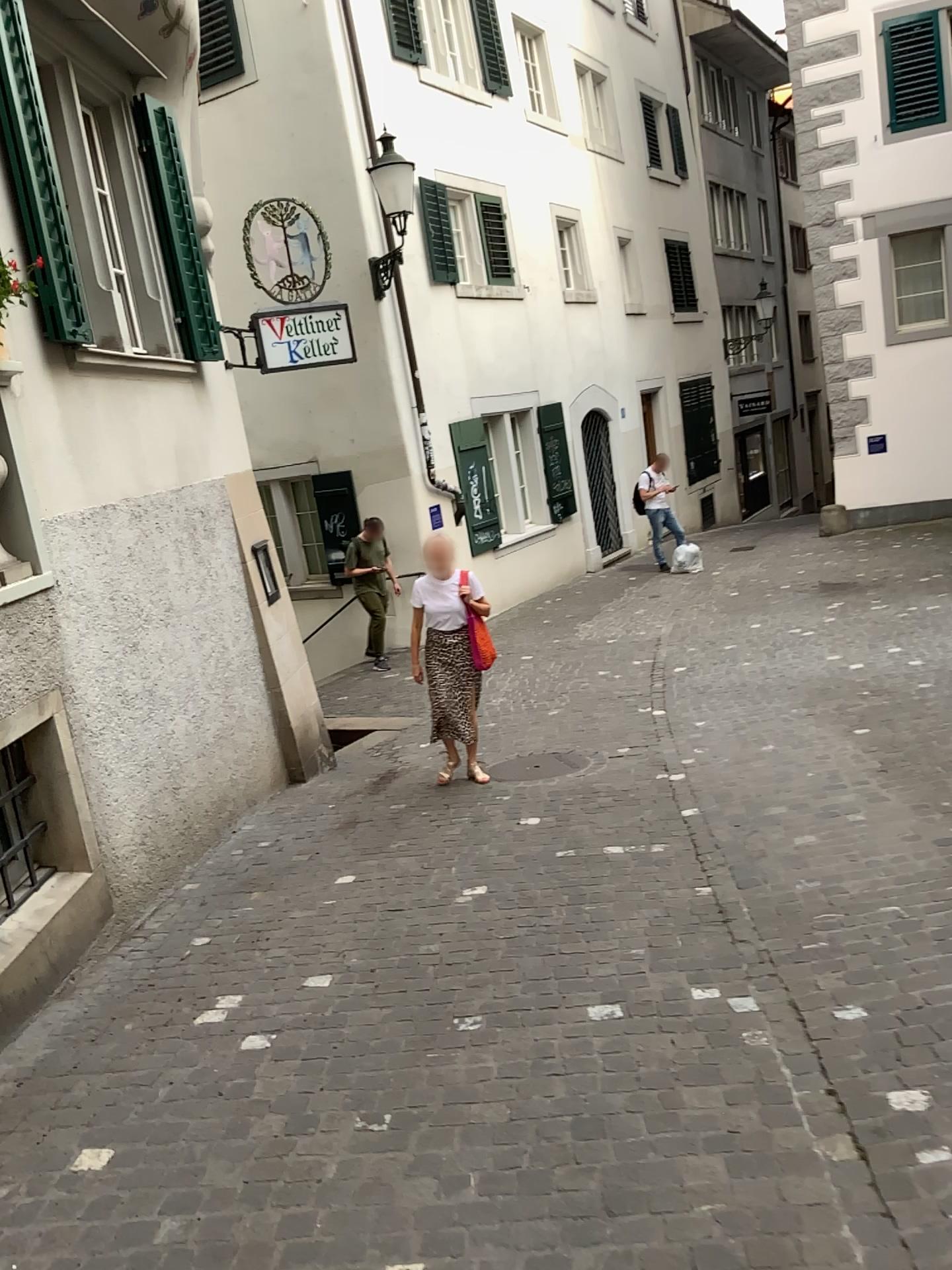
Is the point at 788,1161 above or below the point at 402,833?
above
